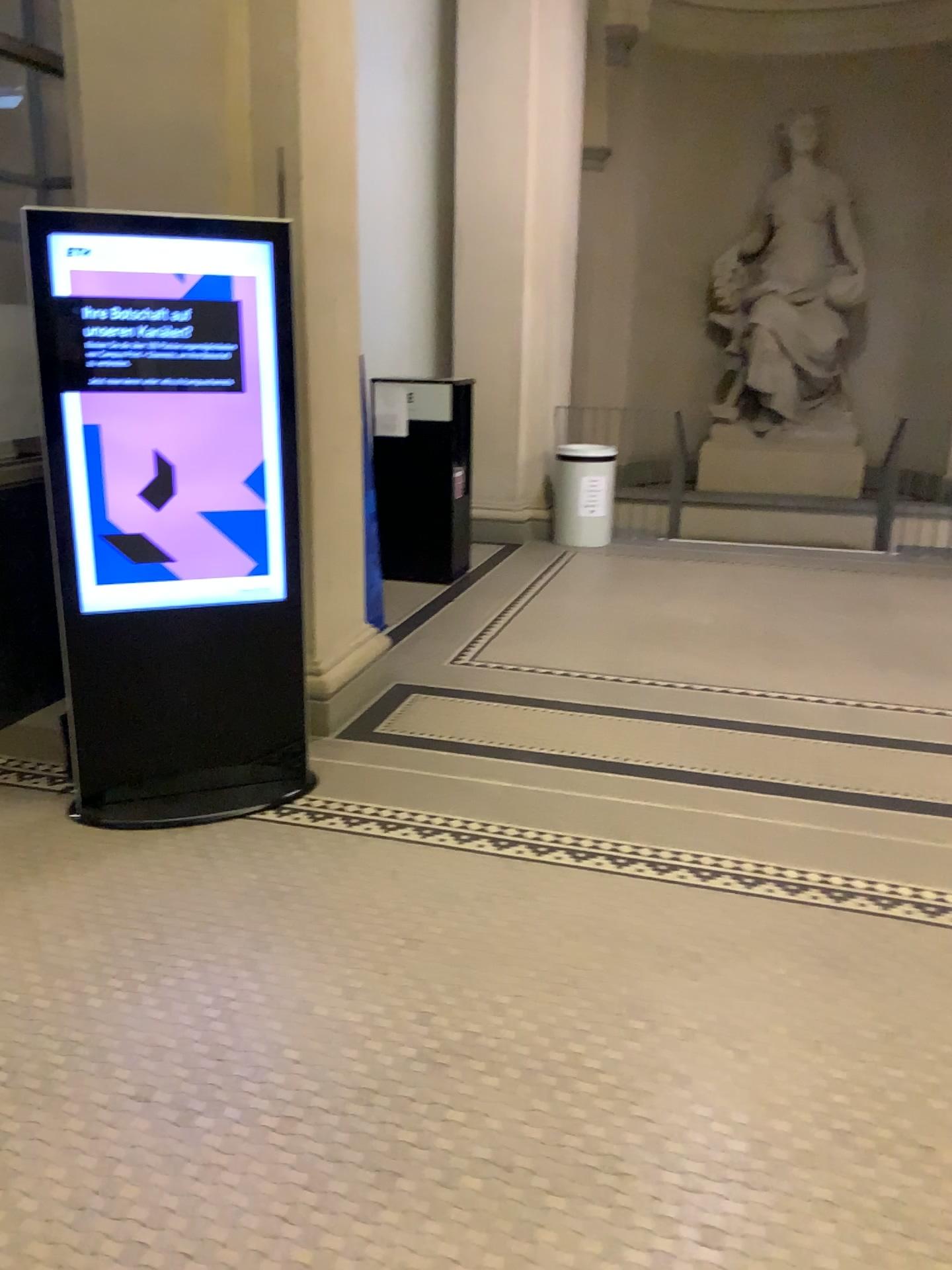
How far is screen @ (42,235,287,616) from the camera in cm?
305

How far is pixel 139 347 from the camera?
3.1 meters

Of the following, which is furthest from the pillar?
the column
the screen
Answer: the screen

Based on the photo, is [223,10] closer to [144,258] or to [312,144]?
[312,144]

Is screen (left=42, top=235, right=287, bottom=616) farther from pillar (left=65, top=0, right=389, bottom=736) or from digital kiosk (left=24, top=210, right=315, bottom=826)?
pillar (left=65, top=0, right=389, bottom=736)

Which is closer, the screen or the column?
the screen

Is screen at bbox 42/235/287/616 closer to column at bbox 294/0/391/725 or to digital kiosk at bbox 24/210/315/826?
digital kiosk at bbox 24/210/315/826

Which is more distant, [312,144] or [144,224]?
[312,144]

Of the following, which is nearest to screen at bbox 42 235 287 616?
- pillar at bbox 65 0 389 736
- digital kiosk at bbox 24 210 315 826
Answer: digital kiosk at bbox 24 210 315 826

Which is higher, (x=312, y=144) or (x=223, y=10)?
(x=223, y=10)
